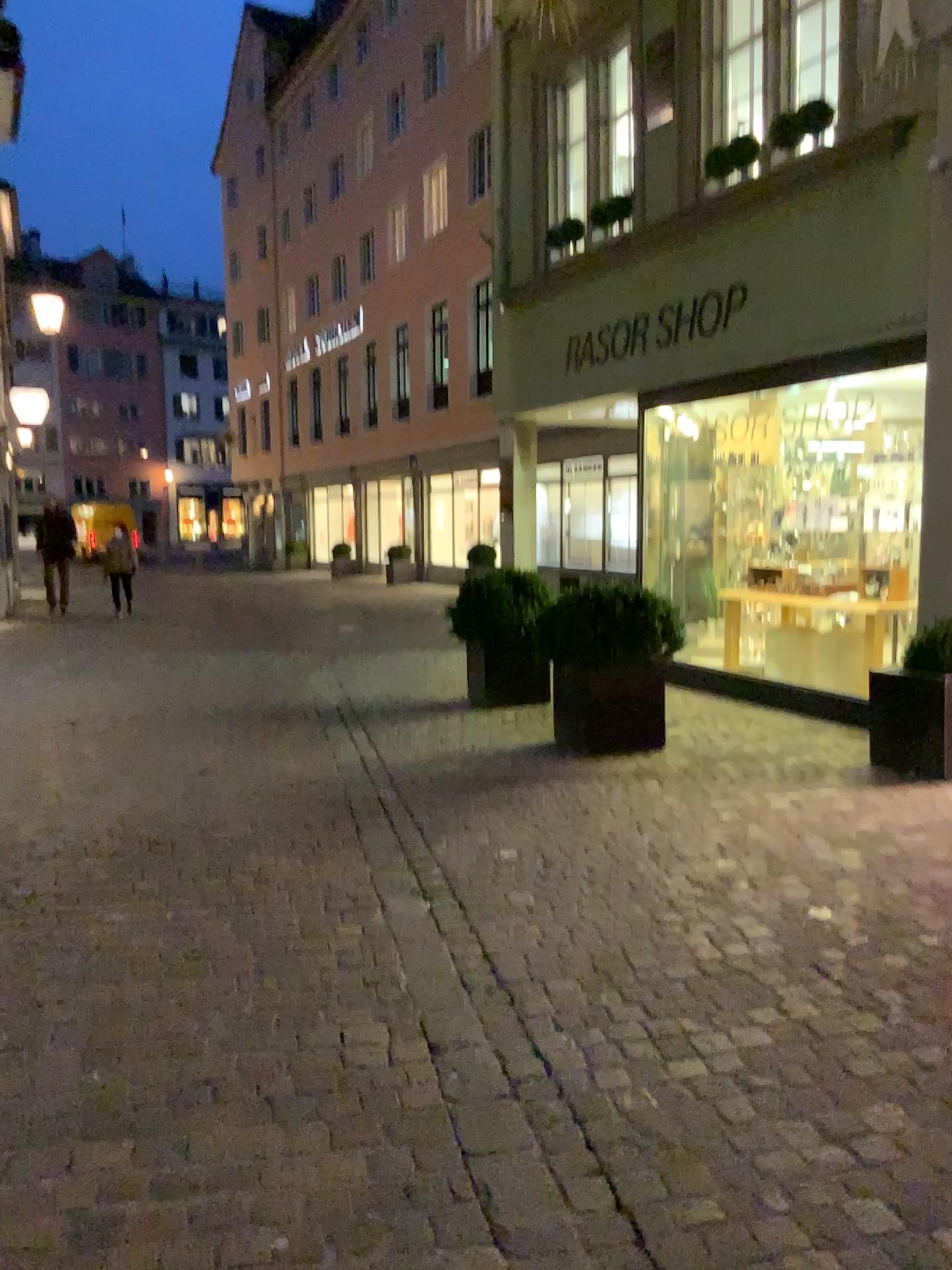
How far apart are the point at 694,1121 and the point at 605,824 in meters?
2.3
